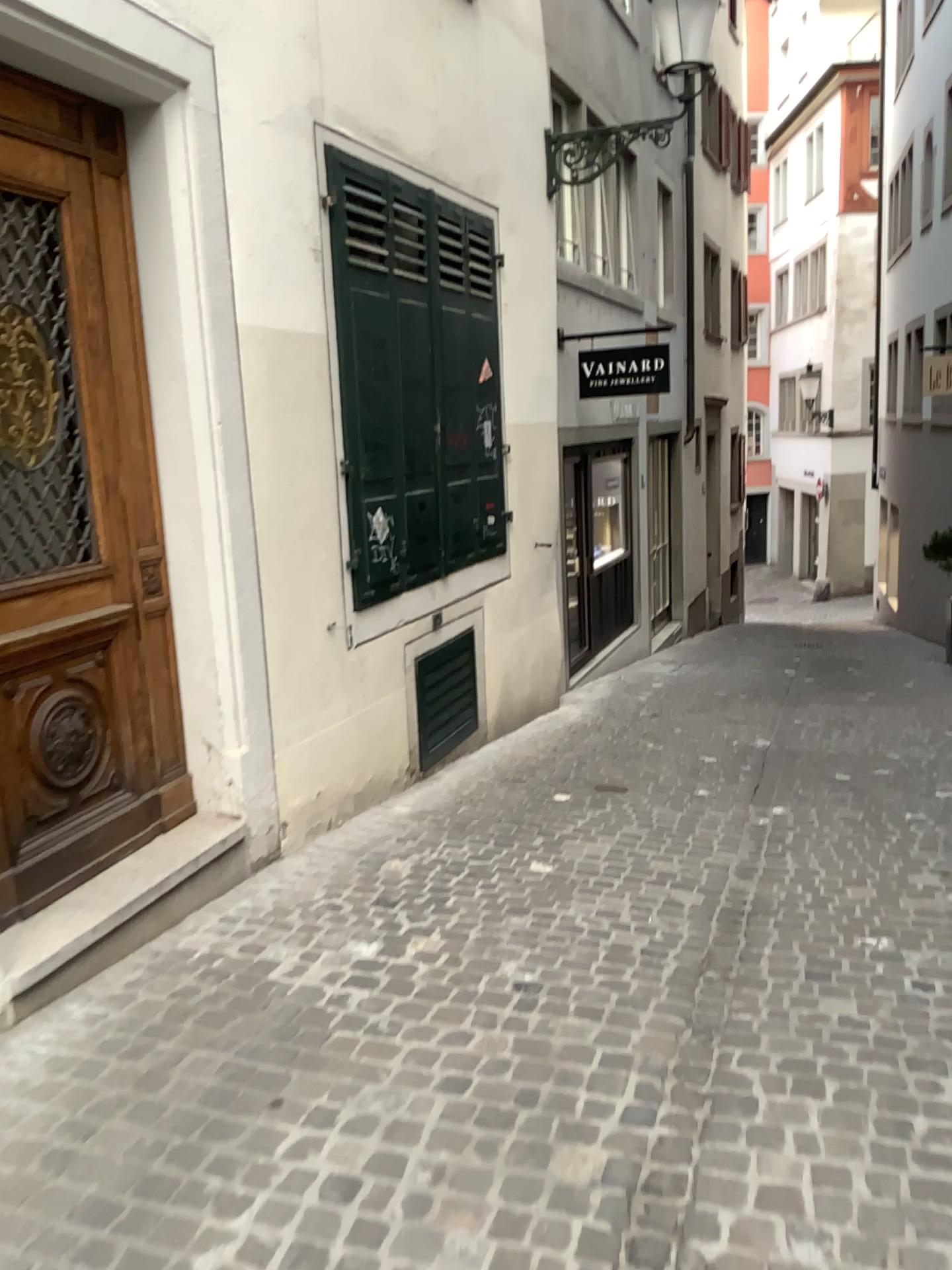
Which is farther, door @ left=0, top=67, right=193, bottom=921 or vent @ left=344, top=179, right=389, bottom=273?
vent @ left=344, top=179, right=389, bottom=273

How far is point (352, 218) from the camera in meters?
4.7

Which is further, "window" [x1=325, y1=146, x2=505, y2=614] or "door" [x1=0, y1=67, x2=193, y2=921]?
"window" [x1=325, y1=146, x2=505, y2=614]

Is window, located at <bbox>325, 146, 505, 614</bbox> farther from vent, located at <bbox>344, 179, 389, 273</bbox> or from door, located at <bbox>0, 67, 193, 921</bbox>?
door, located at <bbox>0, 67, 193, 921</bbox>

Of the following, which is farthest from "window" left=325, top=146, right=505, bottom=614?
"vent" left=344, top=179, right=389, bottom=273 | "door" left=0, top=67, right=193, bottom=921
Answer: "door" left=0, top=67, right=193, bottom=921

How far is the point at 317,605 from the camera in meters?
4.5 m

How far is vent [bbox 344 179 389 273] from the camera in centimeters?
466cm

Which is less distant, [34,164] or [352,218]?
[34,164]

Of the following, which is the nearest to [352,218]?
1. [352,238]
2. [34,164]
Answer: [352,238]
